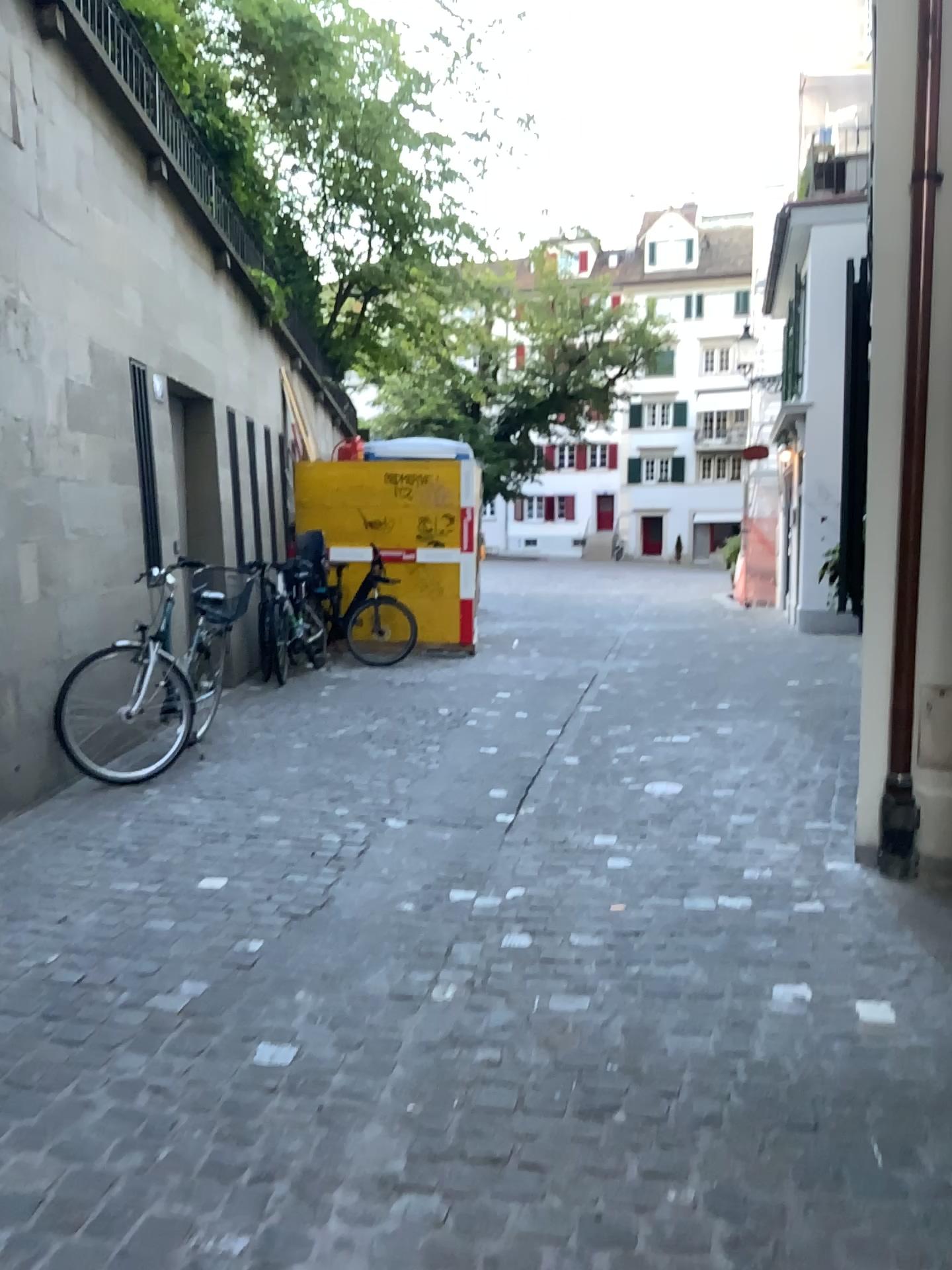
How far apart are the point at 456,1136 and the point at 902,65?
3.74m
